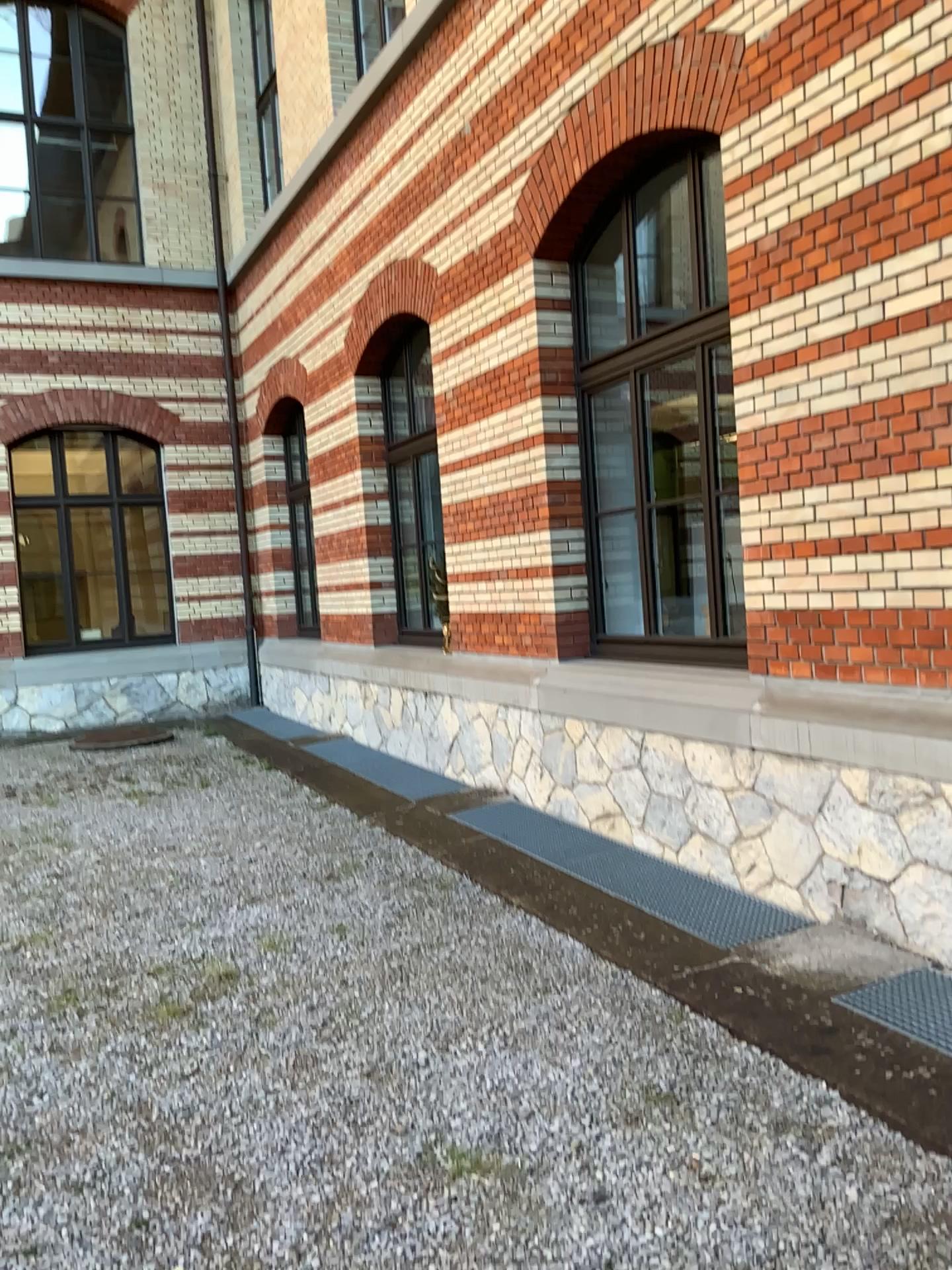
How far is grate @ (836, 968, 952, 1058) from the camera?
3.2 meters

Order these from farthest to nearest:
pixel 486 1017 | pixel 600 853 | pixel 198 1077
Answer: pixel 600 853 < pixel 486 1017 < pixel 198 1077

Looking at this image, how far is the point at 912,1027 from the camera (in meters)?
3.22
